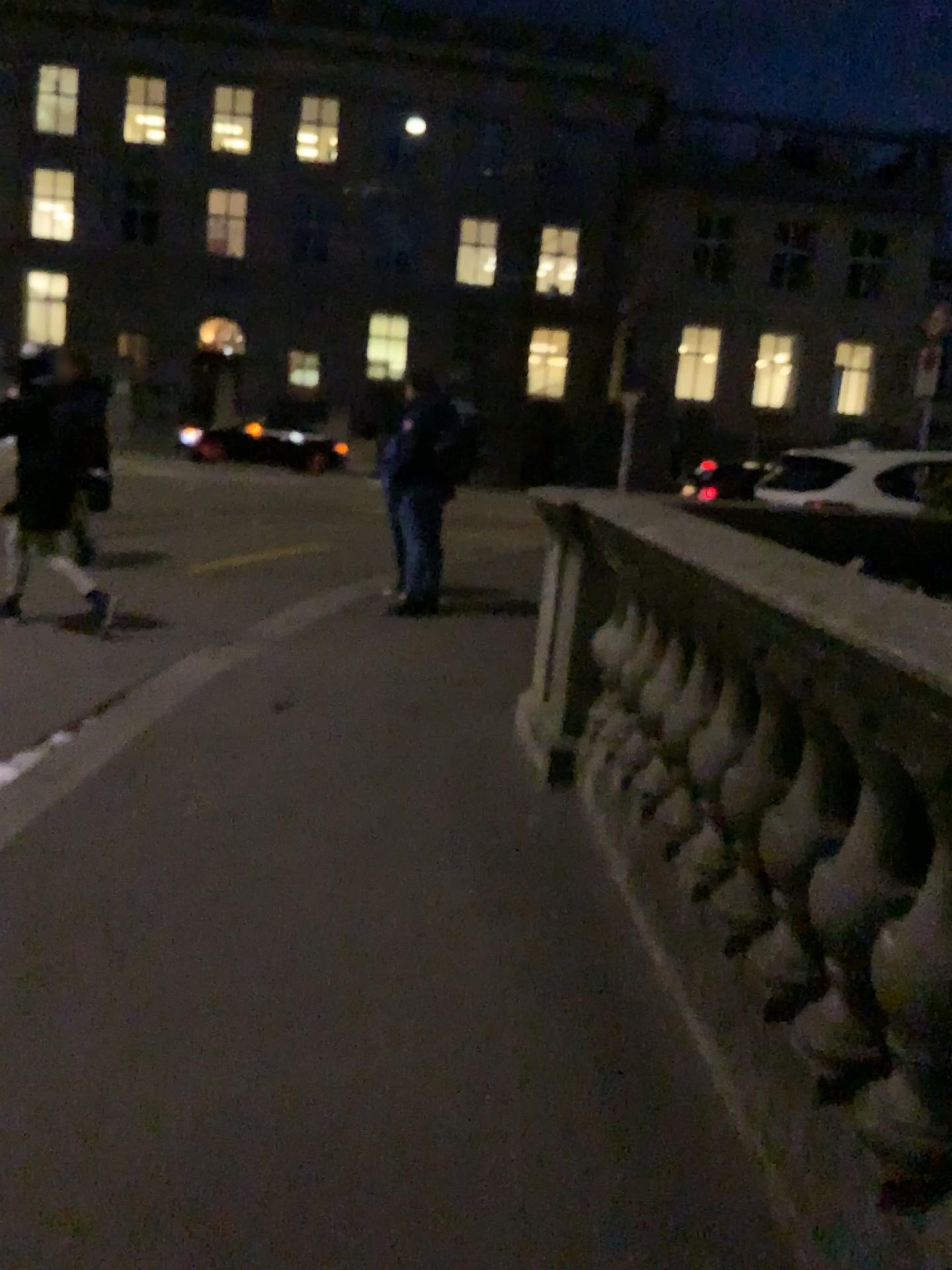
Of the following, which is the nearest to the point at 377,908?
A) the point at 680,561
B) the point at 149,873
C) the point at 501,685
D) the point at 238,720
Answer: the point at 149,873
